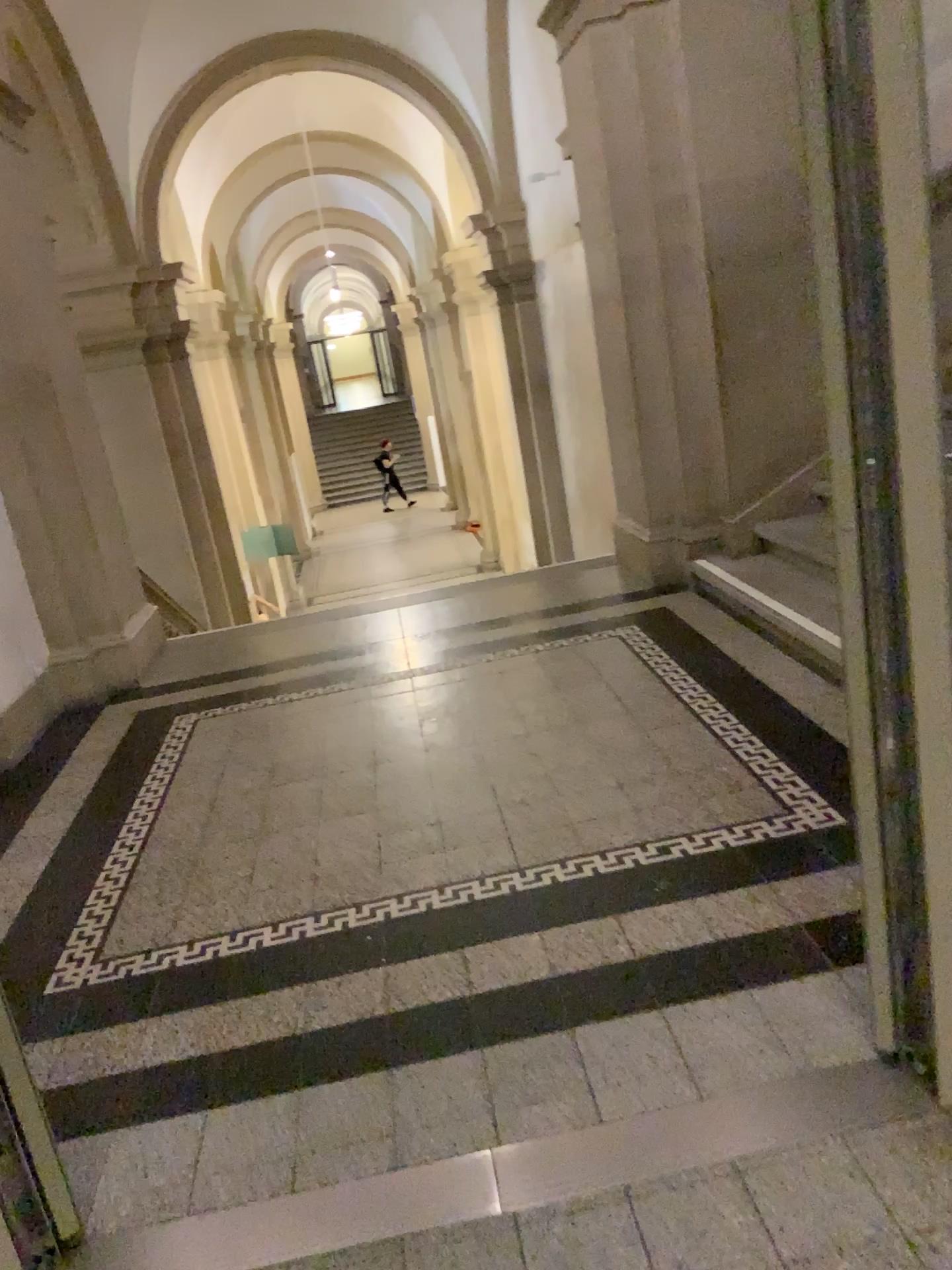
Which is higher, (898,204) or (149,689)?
(898,204)
